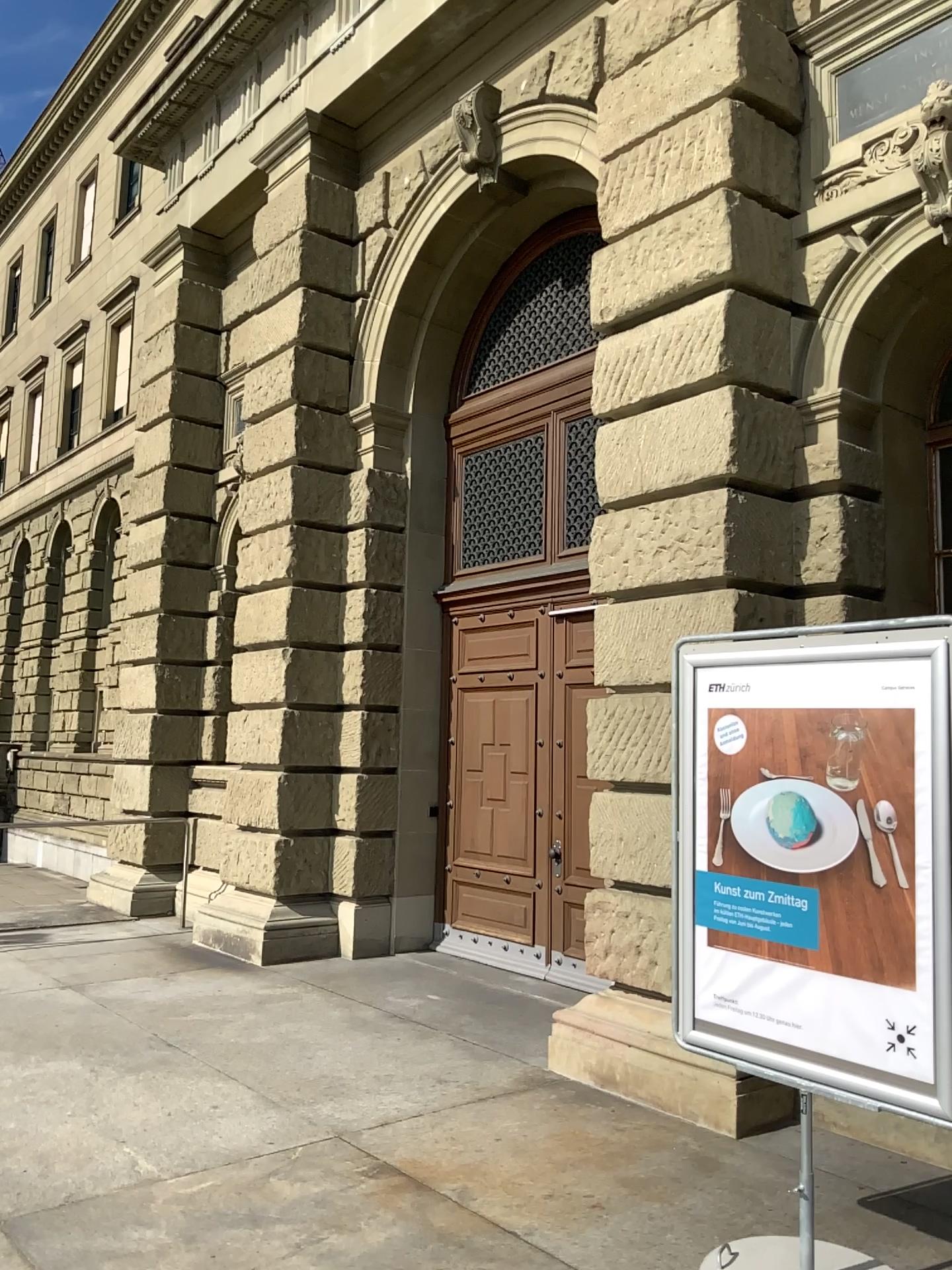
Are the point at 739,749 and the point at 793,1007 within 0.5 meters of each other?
no
